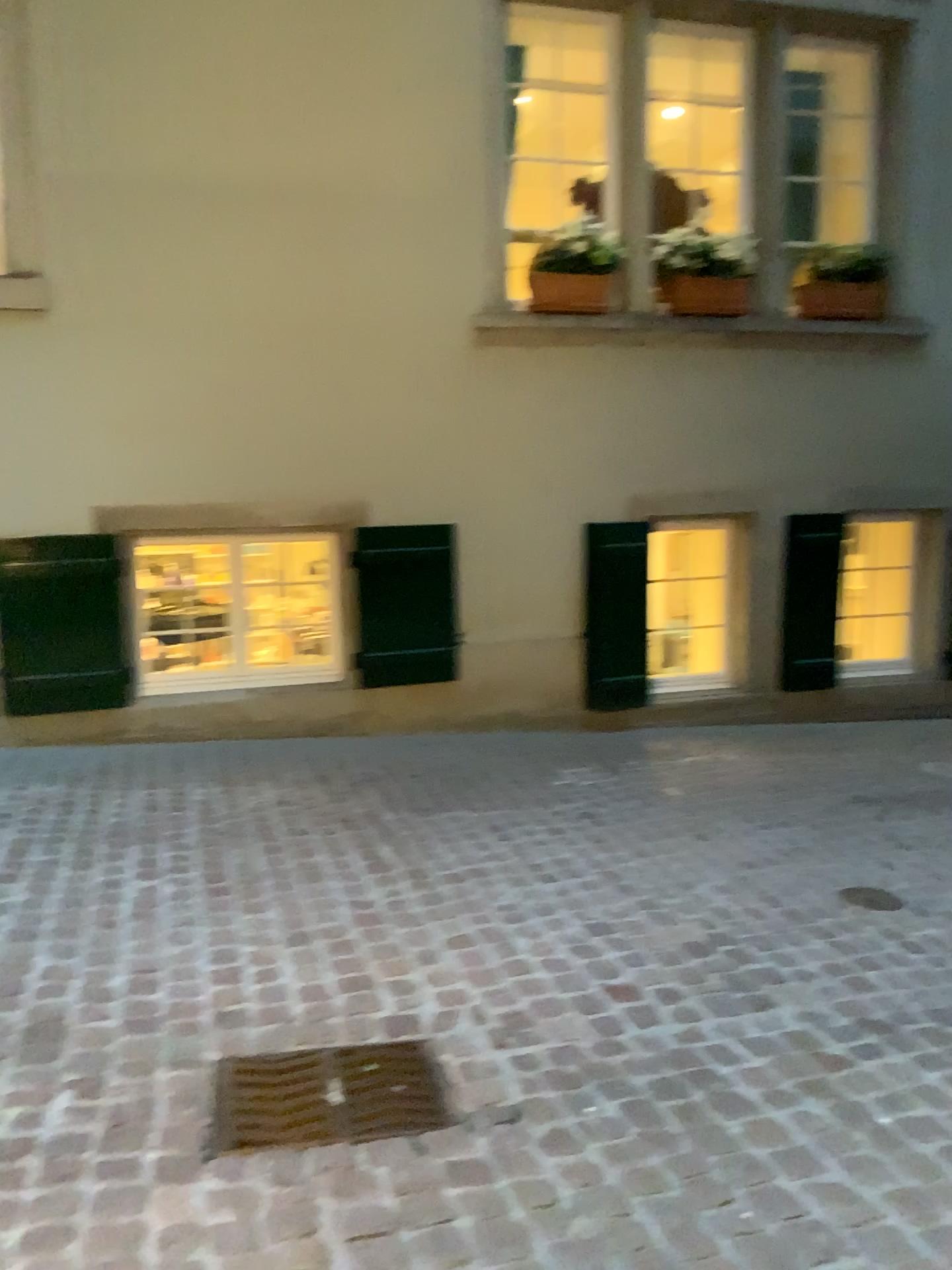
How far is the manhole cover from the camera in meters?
2.1

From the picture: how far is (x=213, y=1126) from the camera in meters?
2.1

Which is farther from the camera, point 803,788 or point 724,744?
point 724,744
